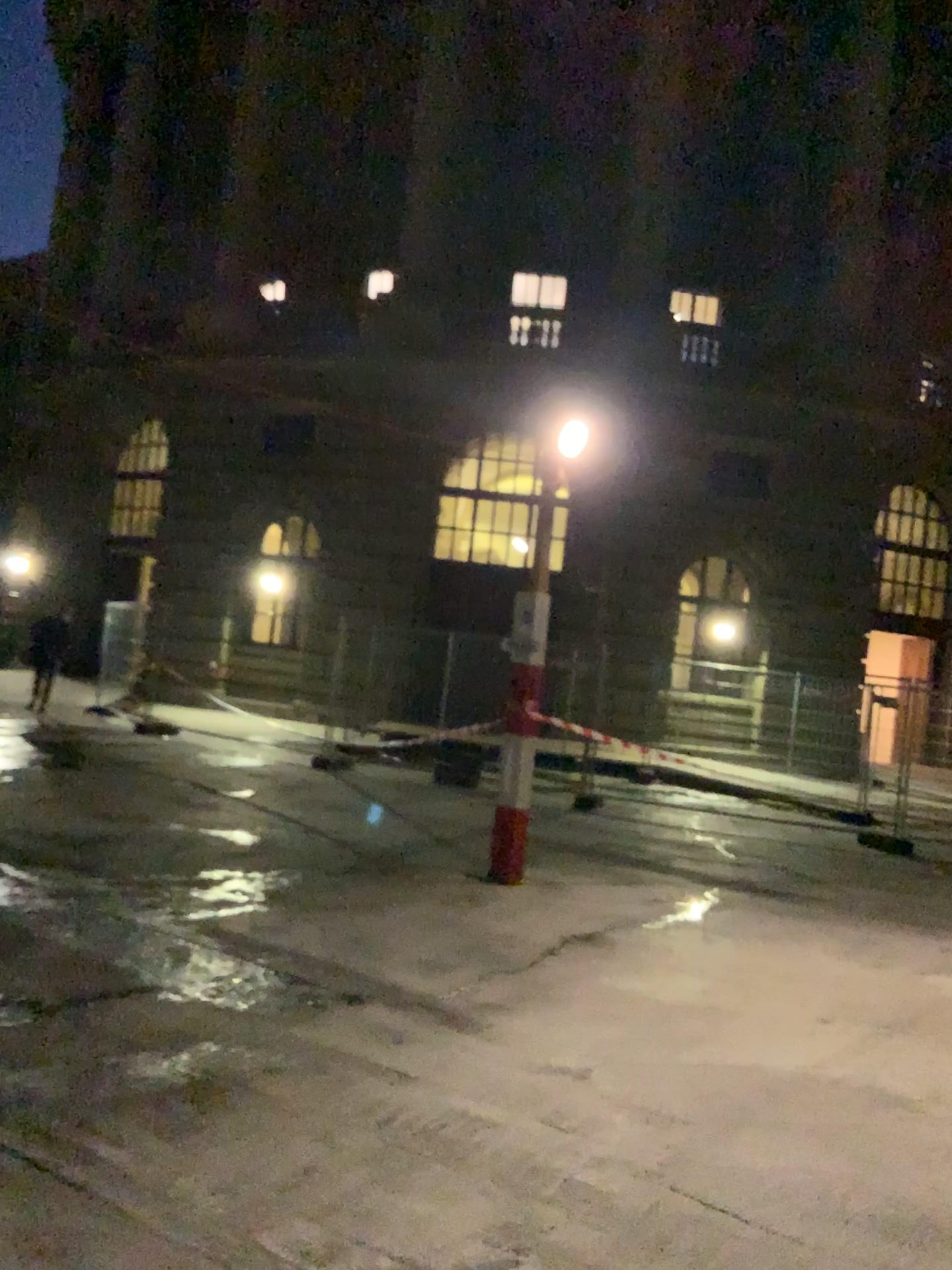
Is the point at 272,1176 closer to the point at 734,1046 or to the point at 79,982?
the point at 79,982
